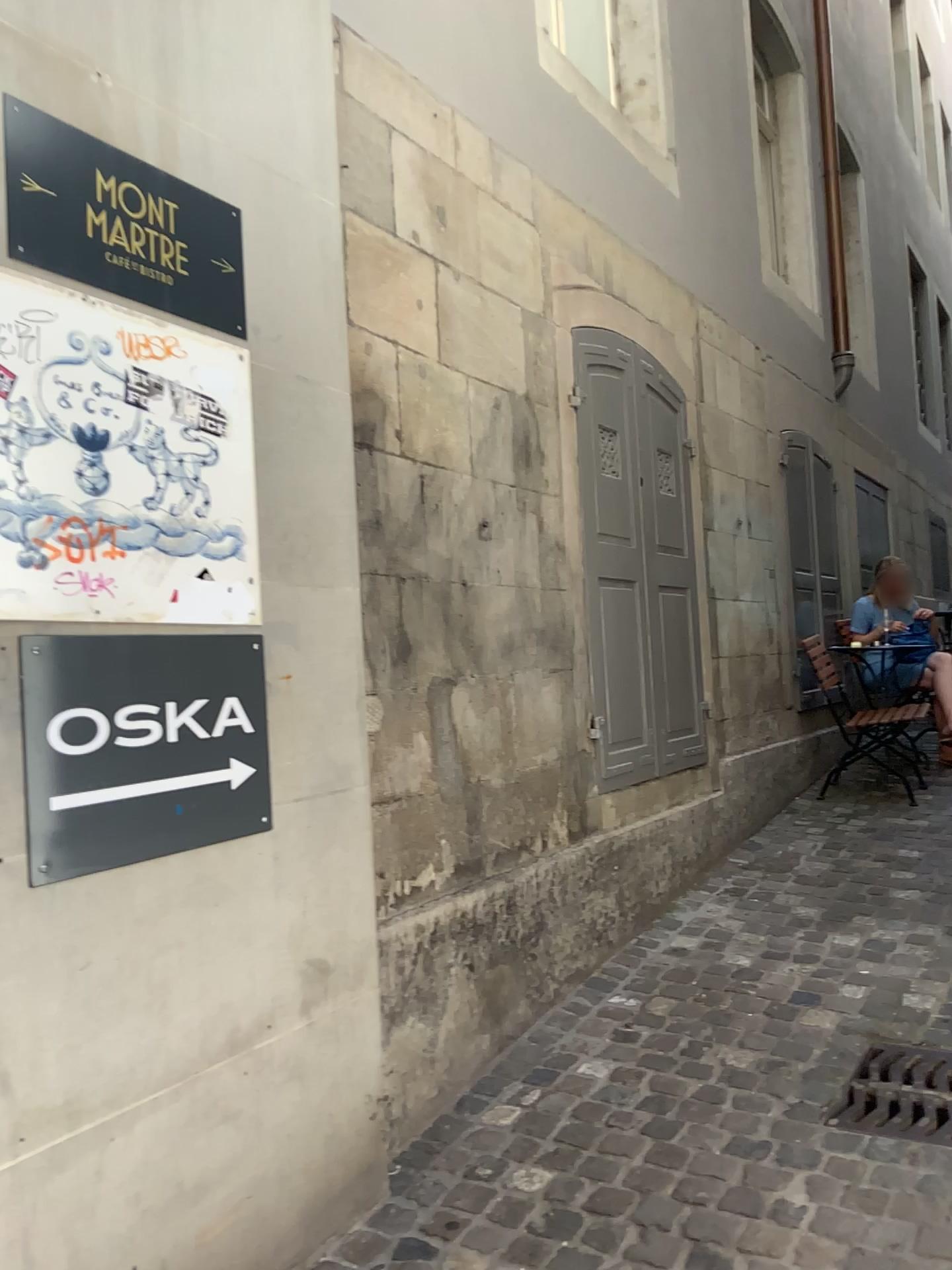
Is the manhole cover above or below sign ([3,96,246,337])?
below

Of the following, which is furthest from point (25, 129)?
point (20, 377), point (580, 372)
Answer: point (580, 372)

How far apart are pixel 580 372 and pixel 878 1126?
2.6 meters

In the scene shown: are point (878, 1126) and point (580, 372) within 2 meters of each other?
no

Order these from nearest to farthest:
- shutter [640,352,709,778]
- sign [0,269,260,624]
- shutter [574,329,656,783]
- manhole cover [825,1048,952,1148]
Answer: sign [0,269,260,624], manhole cover [825,1048,952,1148], shutter [574,329,656,783], shutter [640,352,709,778]

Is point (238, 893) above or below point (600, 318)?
below

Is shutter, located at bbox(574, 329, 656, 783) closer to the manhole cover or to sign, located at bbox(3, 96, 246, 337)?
the manhole cover

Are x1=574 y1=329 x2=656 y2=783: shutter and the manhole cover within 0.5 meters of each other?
no

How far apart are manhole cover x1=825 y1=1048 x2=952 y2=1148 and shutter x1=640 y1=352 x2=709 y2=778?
1.50m

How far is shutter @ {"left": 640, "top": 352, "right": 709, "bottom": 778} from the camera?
4.26m
